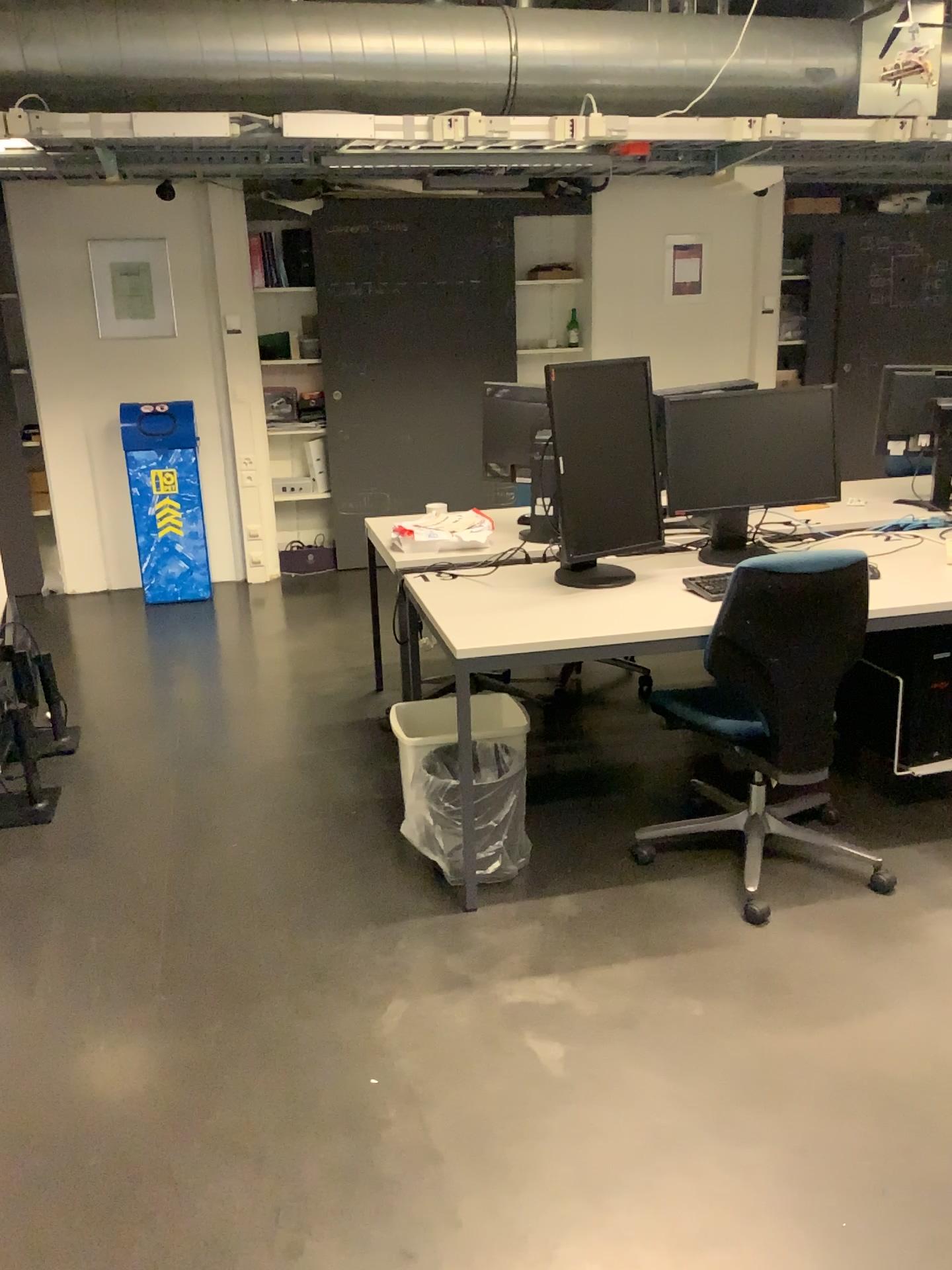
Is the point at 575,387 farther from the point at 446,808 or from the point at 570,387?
the point at 446,808

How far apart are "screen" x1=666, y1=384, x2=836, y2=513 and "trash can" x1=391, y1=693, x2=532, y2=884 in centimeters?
84cm

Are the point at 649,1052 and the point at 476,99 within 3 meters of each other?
no

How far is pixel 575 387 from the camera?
2.9m

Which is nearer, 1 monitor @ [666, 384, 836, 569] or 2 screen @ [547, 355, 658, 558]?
2 screen @ [547, 355, 658, 558]

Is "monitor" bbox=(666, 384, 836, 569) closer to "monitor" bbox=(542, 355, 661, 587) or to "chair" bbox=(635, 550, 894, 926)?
"monitor" bbox=(542, 355, 661, 587)

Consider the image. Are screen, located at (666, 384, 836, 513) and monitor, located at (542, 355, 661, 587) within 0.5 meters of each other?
yes

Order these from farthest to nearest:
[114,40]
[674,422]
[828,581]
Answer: [114,40]
[674,422]
[828,581]

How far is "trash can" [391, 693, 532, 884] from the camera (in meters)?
2.85

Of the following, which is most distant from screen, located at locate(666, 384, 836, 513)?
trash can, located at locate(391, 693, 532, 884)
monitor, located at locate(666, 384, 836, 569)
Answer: trash can, located at locate(391, 693, 532, 884)
